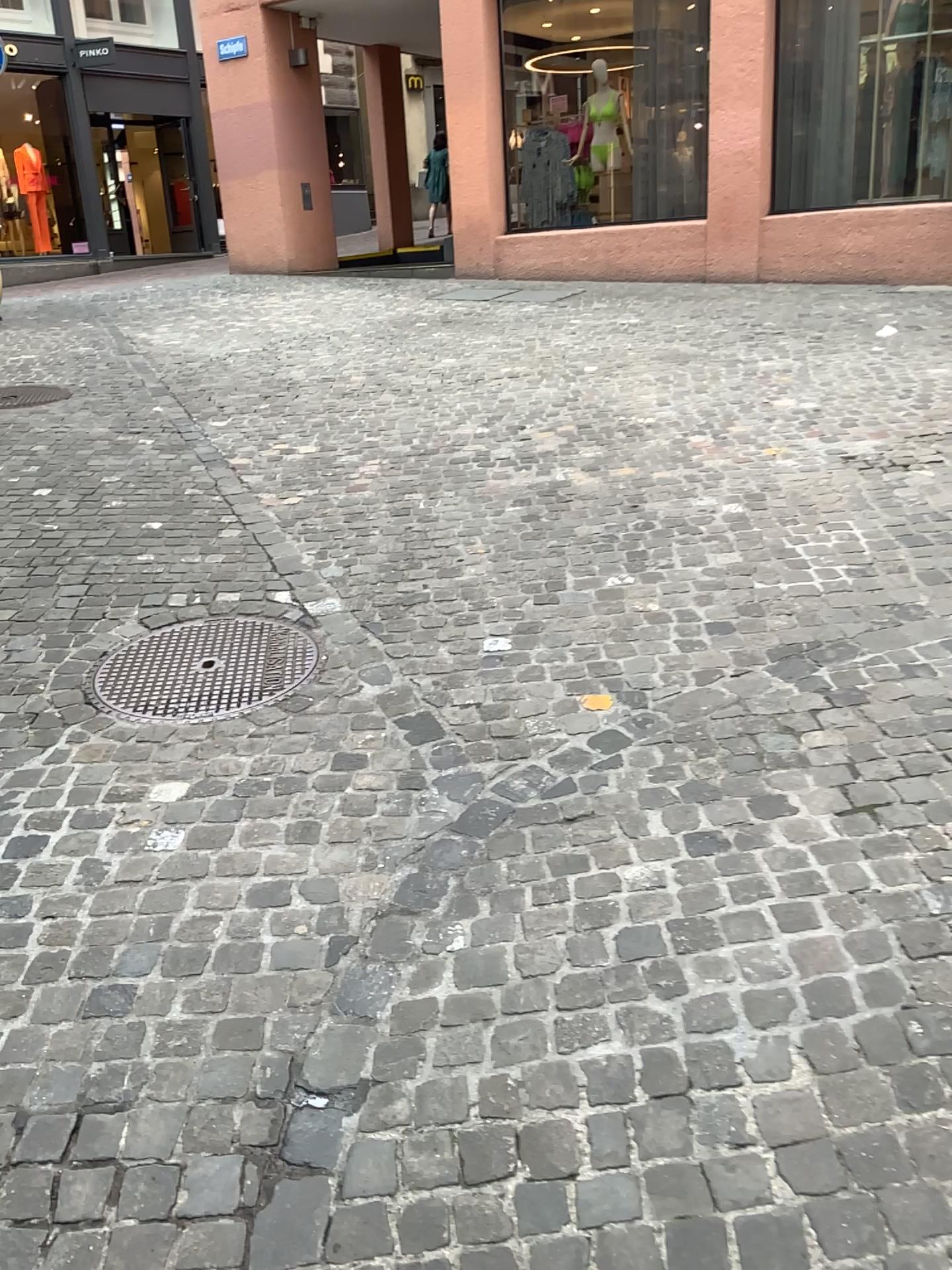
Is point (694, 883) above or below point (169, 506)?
below
